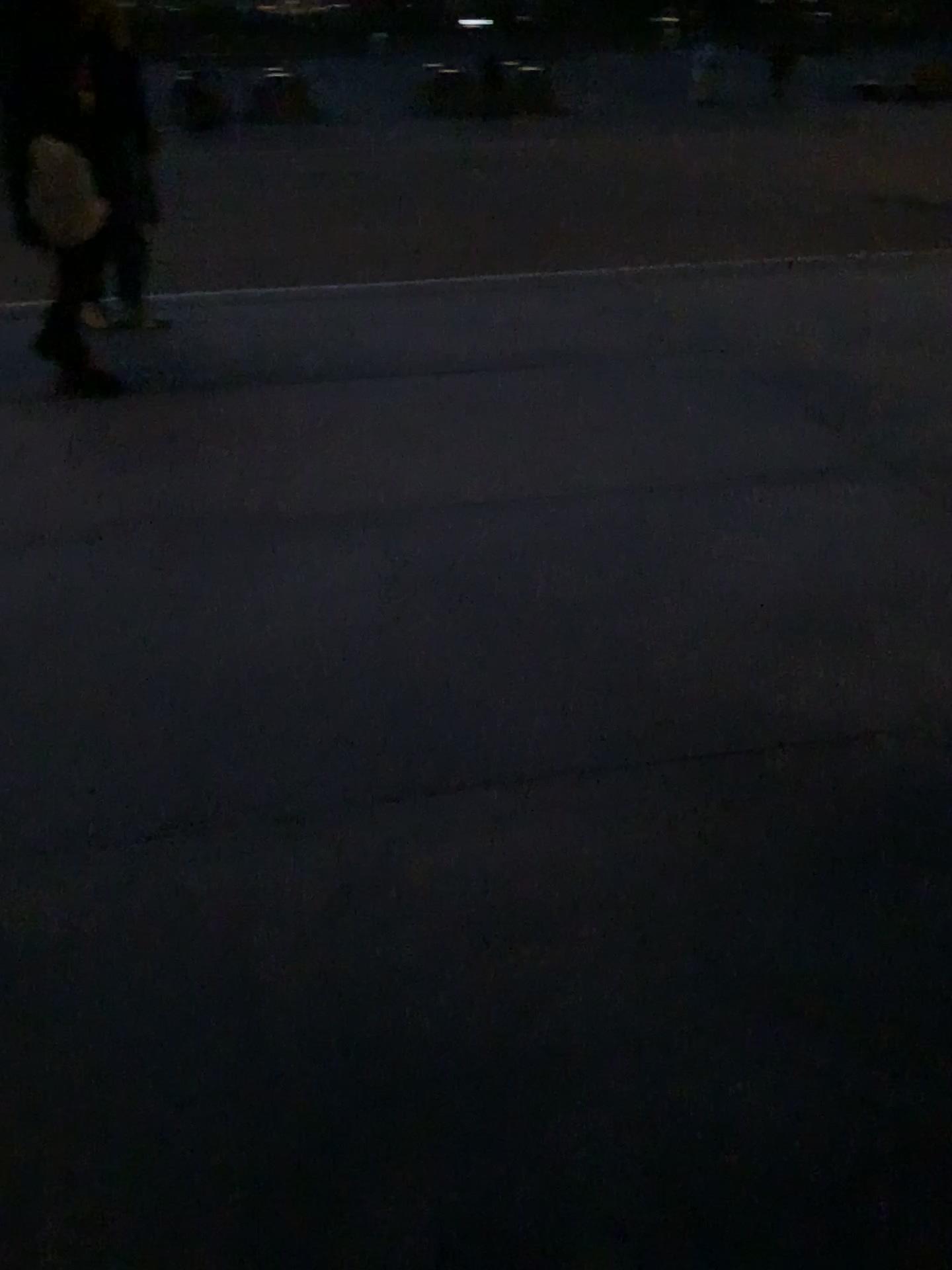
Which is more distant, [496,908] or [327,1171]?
[496,908]
